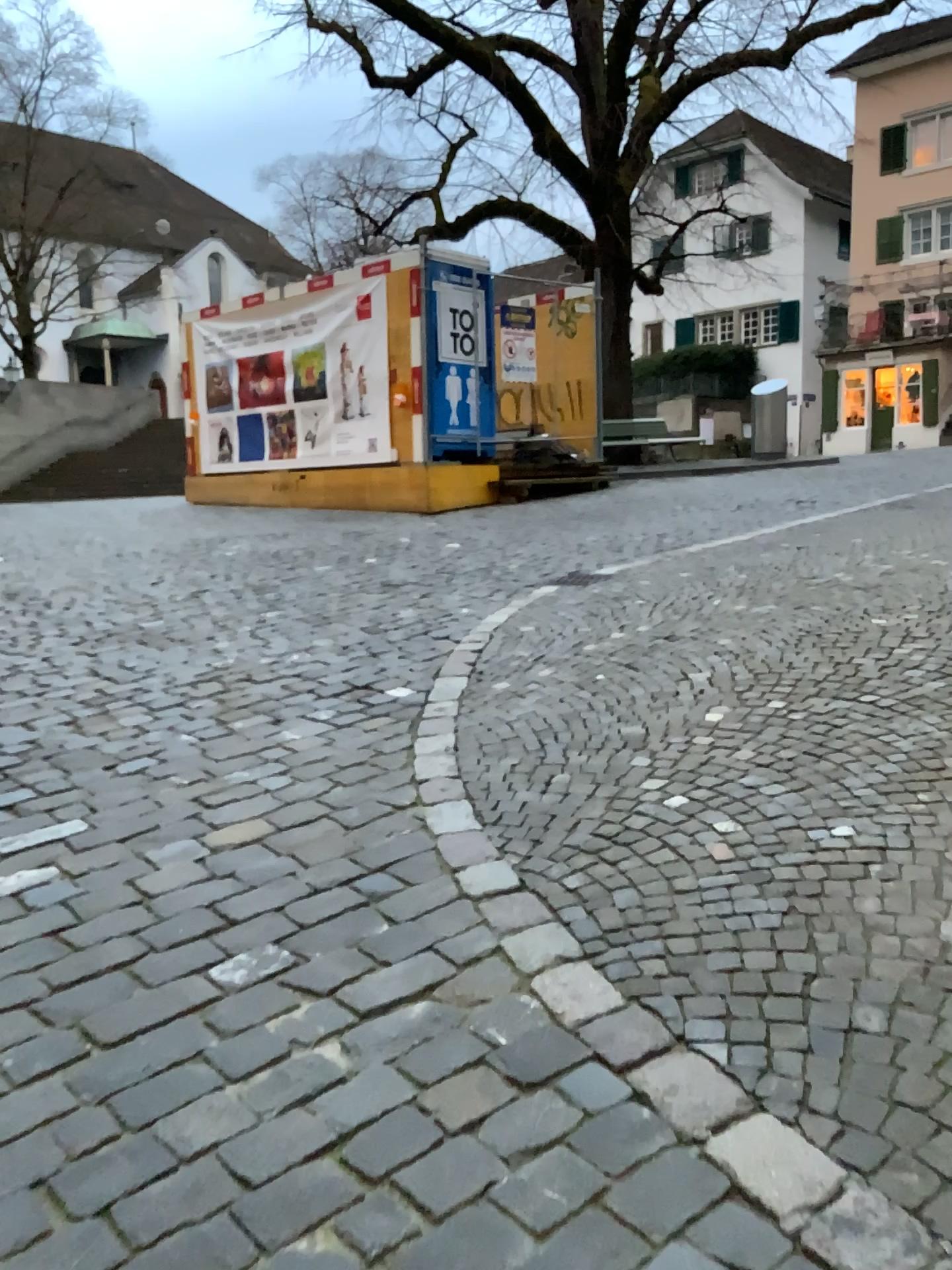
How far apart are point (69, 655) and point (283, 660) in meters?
1.1 m
